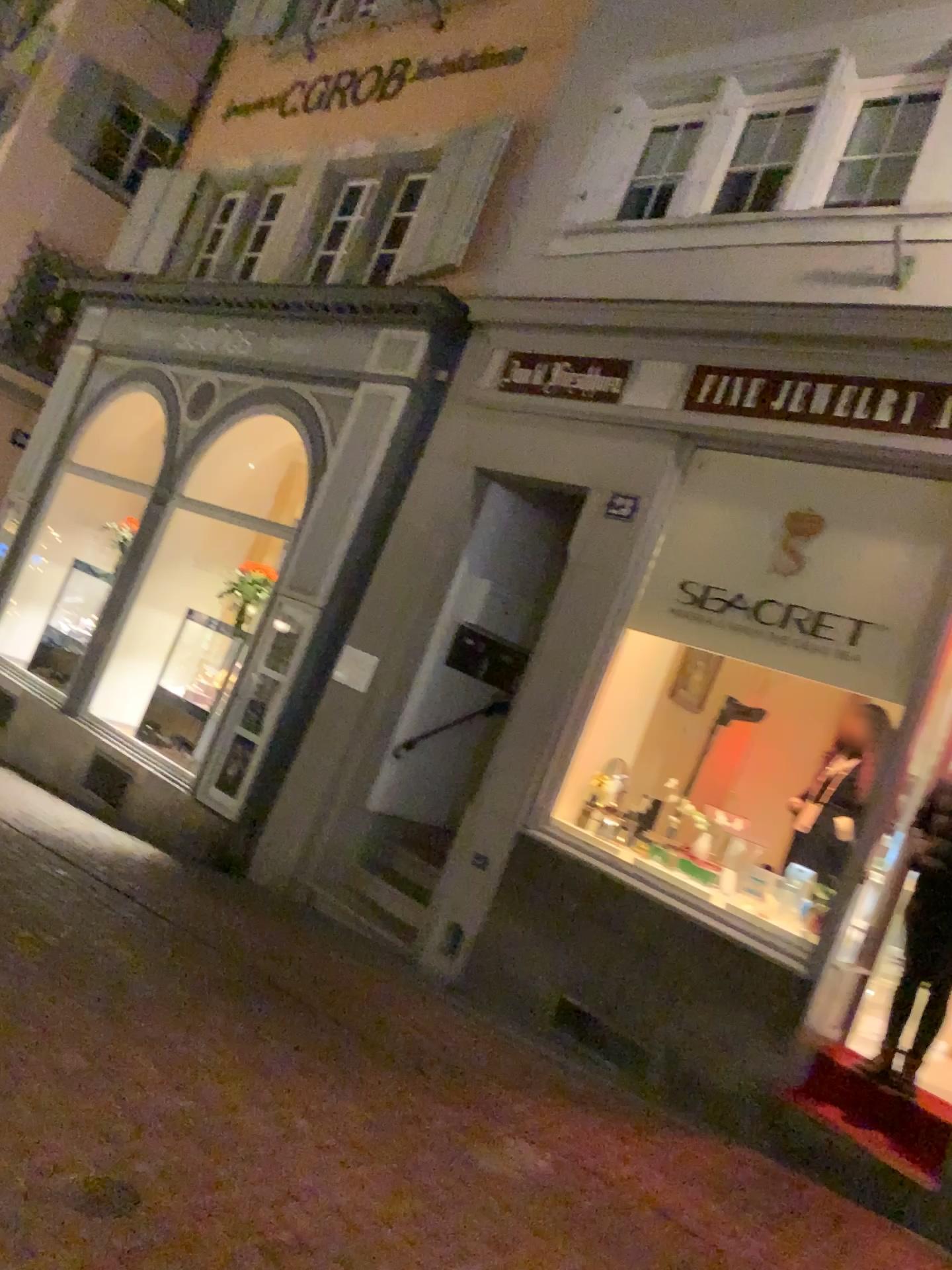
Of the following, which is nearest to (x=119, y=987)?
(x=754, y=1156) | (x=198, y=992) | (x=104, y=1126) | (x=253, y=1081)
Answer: (x=198, y=992)
